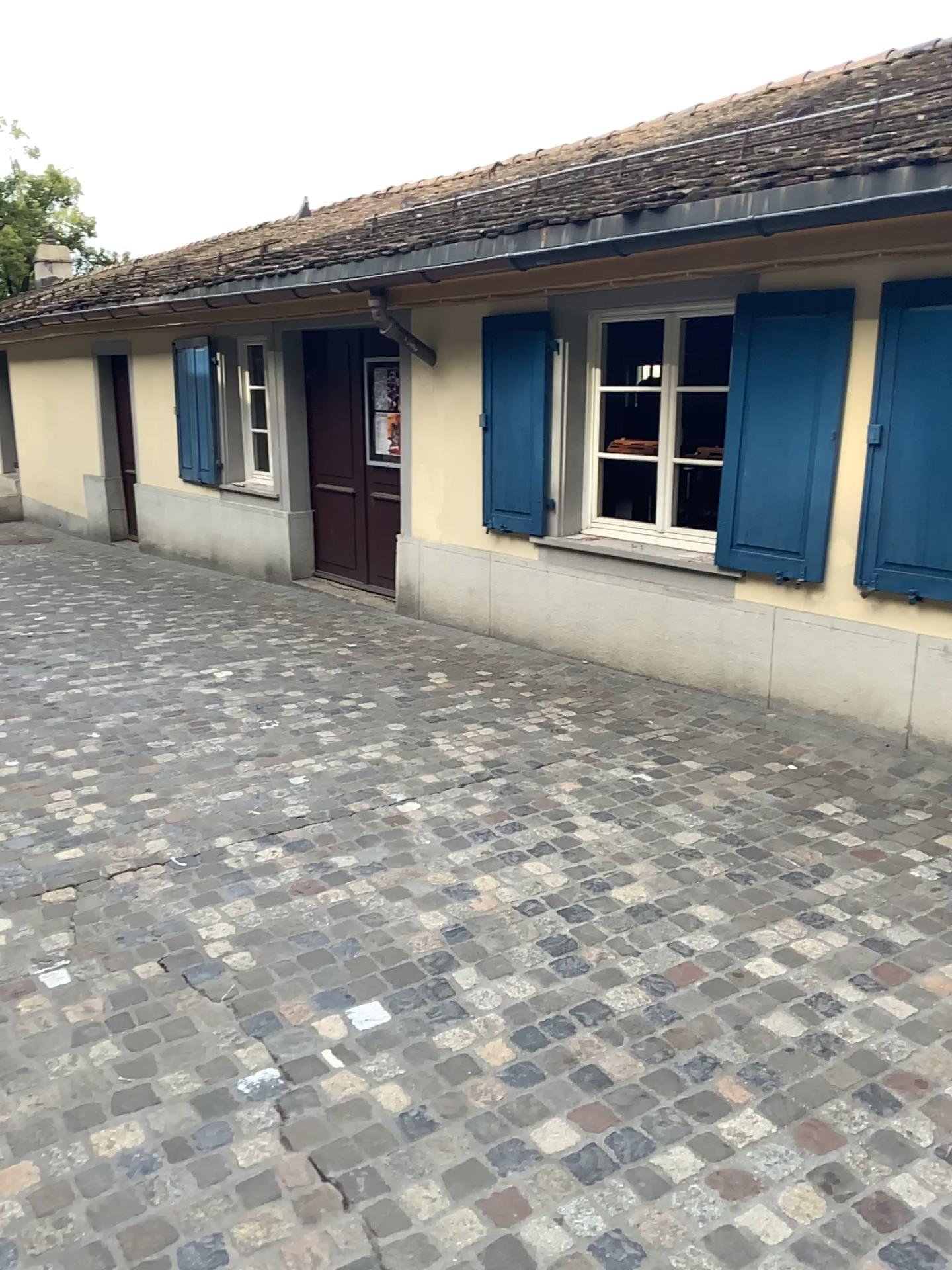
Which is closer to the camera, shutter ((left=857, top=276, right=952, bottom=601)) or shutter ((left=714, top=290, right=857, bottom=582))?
shutter ((left=857, top=276, right=952, bottom=601))

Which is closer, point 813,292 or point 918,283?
point 918,283

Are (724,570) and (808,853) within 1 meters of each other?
no

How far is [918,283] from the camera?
4.14m

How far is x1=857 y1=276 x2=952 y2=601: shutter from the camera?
4.1 meters
